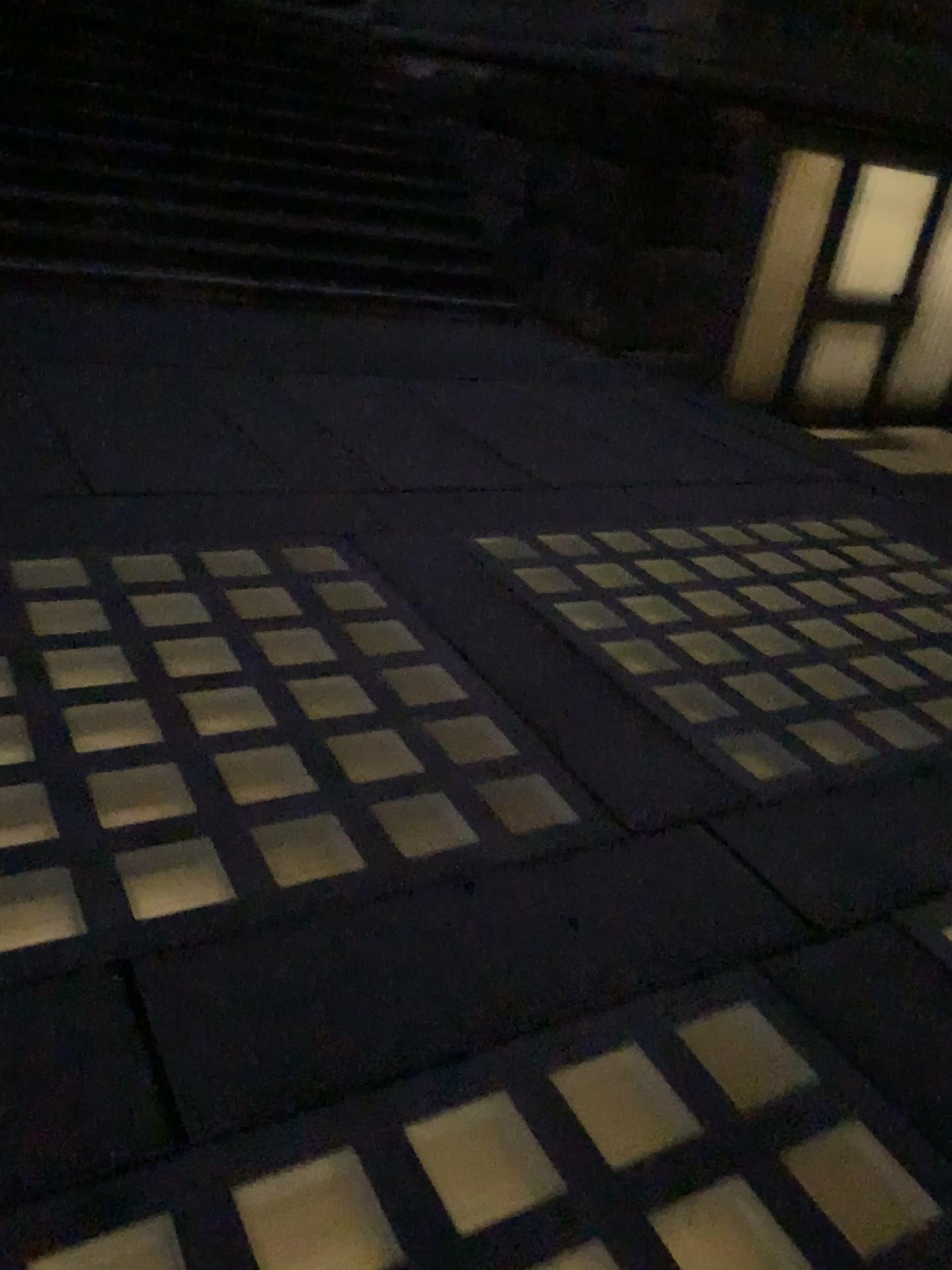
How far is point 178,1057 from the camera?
1.7 meters
